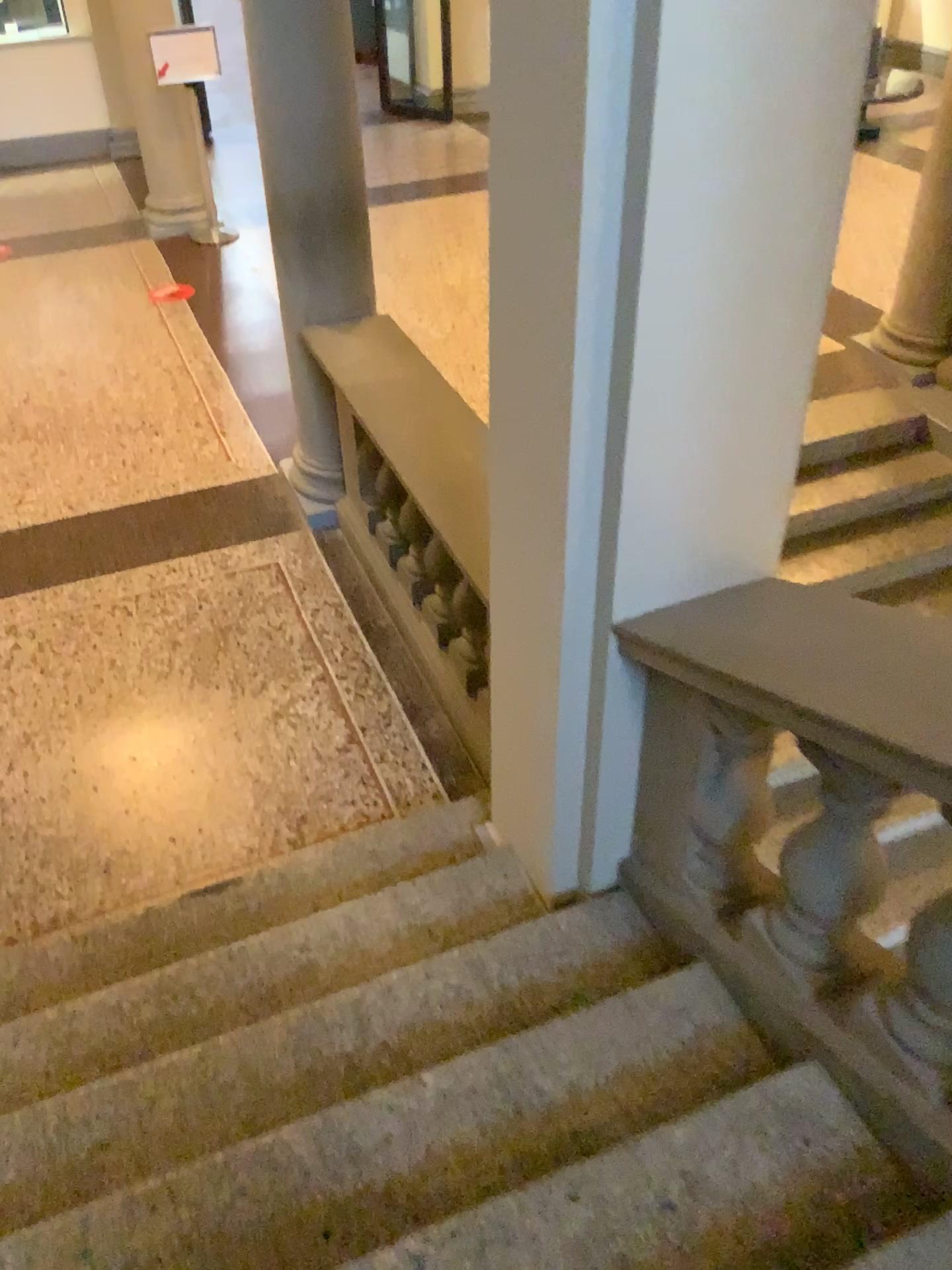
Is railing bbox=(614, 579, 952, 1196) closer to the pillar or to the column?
the pillar

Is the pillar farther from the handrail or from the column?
the column

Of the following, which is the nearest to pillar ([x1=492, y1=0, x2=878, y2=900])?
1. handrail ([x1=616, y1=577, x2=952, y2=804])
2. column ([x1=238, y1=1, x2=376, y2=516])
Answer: handrail ([x1=616, y1=577, x2=952, y2=804])

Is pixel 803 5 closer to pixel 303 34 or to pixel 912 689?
pixel 912 689

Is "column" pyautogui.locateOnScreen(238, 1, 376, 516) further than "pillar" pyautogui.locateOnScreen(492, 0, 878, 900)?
Yes

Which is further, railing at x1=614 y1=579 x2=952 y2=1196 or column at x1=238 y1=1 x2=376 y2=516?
column at x1=238 y1=1 x2=376 y2=516

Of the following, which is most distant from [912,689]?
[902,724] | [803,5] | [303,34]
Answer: [303,34]

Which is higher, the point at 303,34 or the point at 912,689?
the point at 303,34

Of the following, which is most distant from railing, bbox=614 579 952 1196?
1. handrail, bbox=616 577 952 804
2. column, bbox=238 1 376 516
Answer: column, bbox=238 1 376 516

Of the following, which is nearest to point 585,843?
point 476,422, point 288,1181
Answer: point 288,1181
